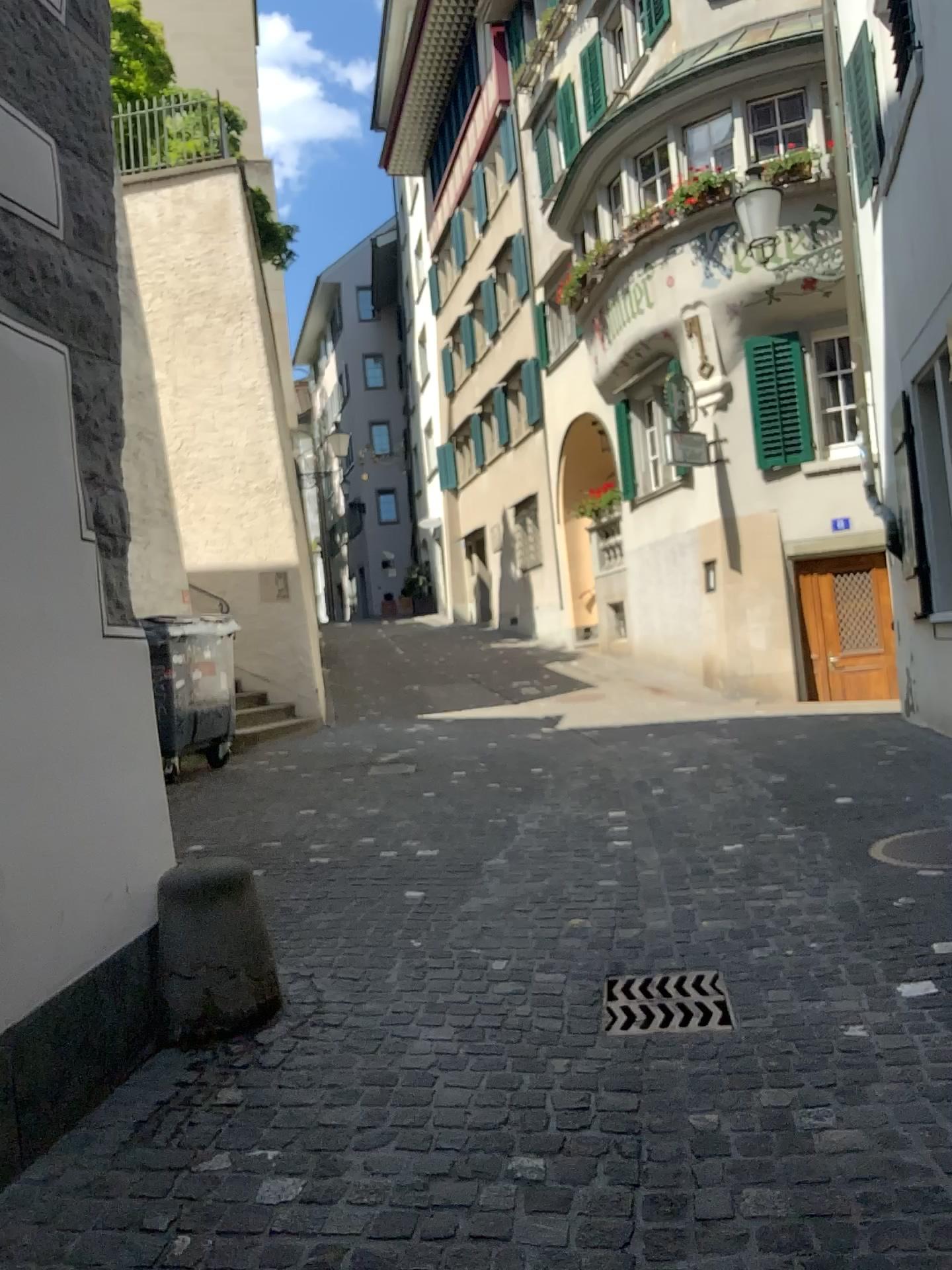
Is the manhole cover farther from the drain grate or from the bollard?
the bollard

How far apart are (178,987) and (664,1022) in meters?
1.4

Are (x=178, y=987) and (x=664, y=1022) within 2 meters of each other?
yes

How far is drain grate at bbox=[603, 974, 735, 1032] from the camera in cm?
306

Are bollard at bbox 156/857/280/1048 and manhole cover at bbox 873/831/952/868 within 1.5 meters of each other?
no

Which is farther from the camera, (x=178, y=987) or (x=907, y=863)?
(x=907, y=863)

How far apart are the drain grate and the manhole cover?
1.49m

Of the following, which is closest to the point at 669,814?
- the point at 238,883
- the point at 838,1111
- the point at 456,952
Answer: the point at 456,952

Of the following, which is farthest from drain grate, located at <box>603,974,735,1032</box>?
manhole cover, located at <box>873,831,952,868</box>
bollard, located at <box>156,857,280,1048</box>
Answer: manhole cover, located at <box>873,831,952,868</box>

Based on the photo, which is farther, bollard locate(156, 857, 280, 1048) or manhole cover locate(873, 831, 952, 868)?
manhole cover locate(873, 831, 952, 868)
